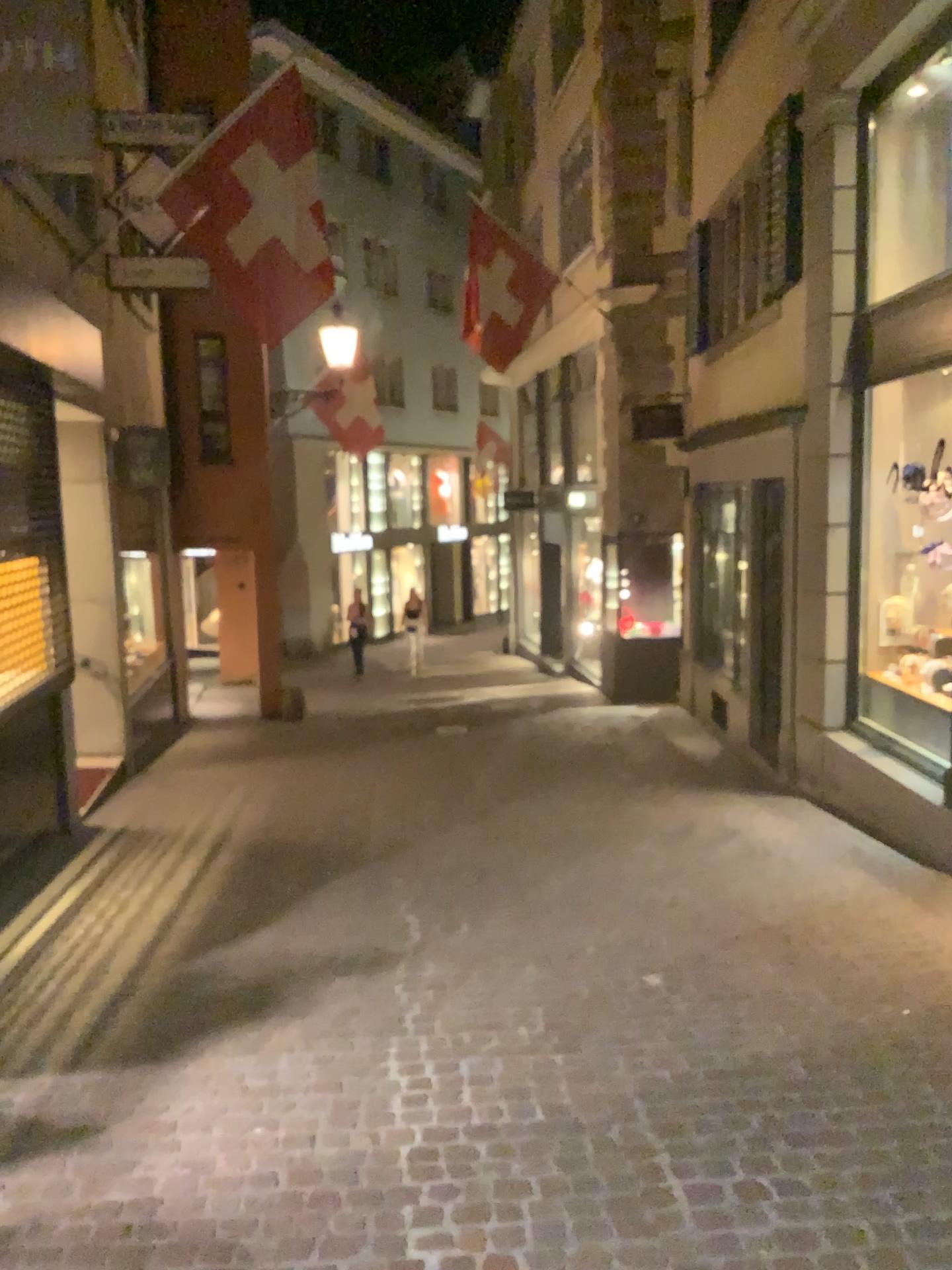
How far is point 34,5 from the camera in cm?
393

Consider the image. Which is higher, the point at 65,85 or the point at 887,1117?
the point at 65,85

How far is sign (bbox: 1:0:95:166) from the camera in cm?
393
